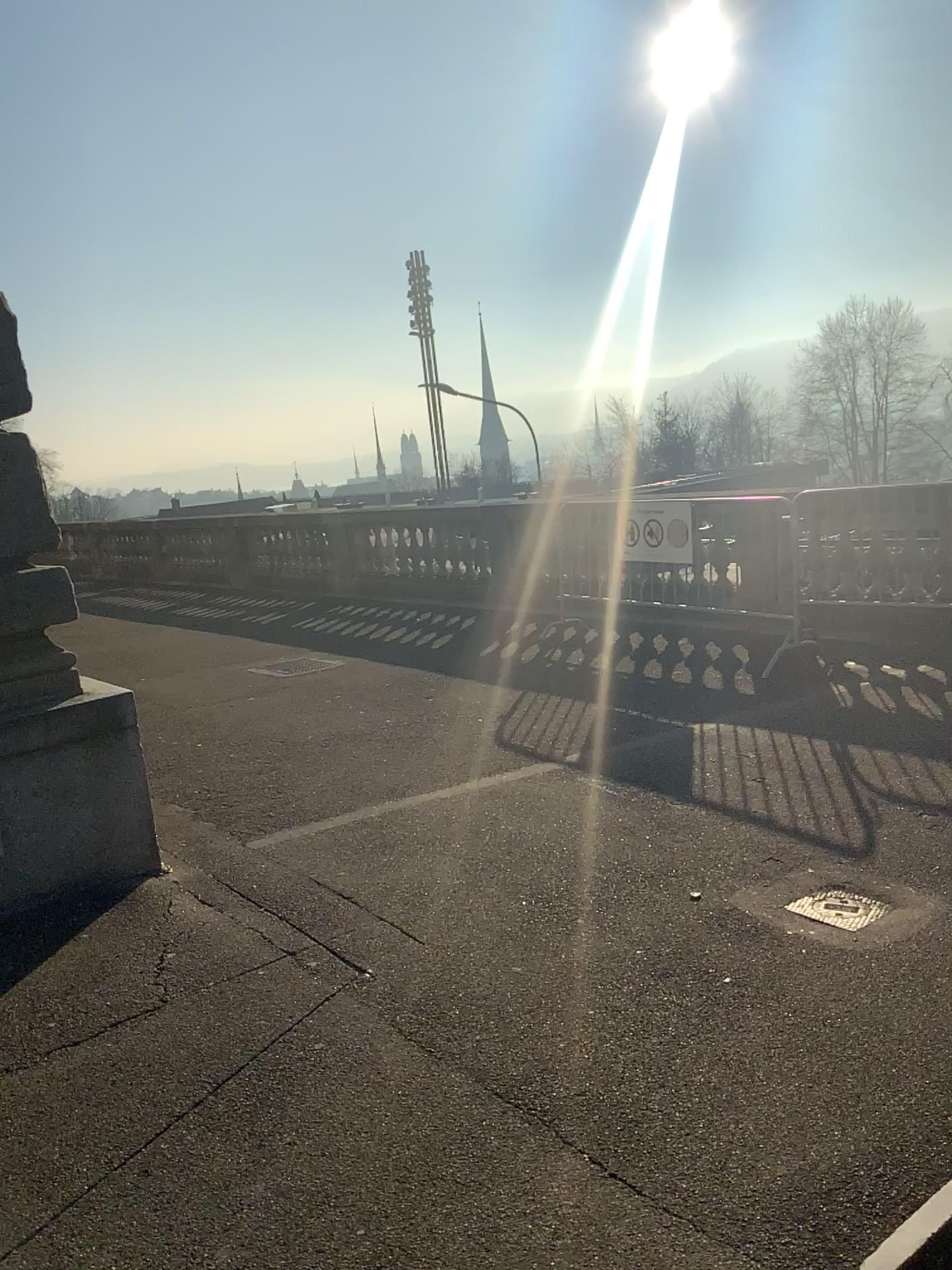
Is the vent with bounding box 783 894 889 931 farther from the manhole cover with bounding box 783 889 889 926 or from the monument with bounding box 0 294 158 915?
the monument with bounding box 0 294 158 915

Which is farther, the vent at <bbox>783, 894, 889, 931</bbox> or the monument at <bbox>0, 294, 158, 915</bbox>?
the monument at <bbox>0, 294, 158, 915</bbox>

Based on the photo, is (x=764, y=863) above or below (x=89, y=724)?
below

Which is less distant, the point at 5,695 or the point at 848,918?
the point at 848,918

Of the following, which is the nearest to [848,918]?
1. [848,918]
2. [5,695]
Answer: [848,918]

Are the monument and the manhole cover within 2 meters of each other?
no

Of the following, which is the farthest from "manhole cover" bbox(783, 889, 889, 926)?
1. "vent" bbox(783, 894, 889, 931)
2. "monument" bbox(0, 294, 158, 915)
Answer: "monument" bbox(0, 294, 158, 915)

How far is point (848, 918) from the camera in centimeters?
320cm

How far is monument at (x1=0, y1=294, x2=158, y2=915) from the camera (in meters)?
3.77

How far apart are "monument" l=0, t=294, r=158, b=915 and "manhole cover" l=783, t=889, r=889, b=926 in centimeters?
244cm
